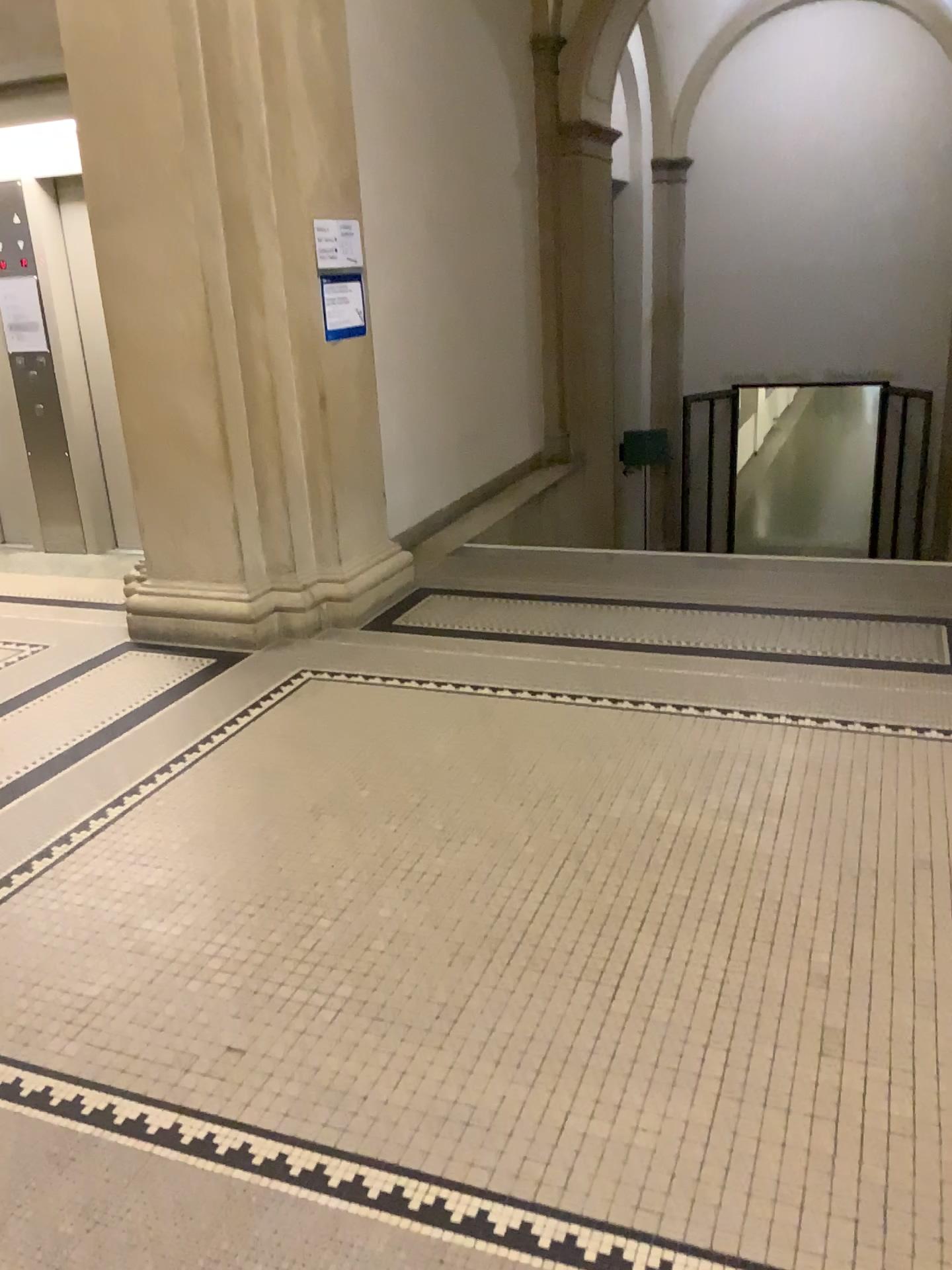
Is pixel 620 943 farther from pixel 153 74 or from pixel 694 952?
pixel 153 74
